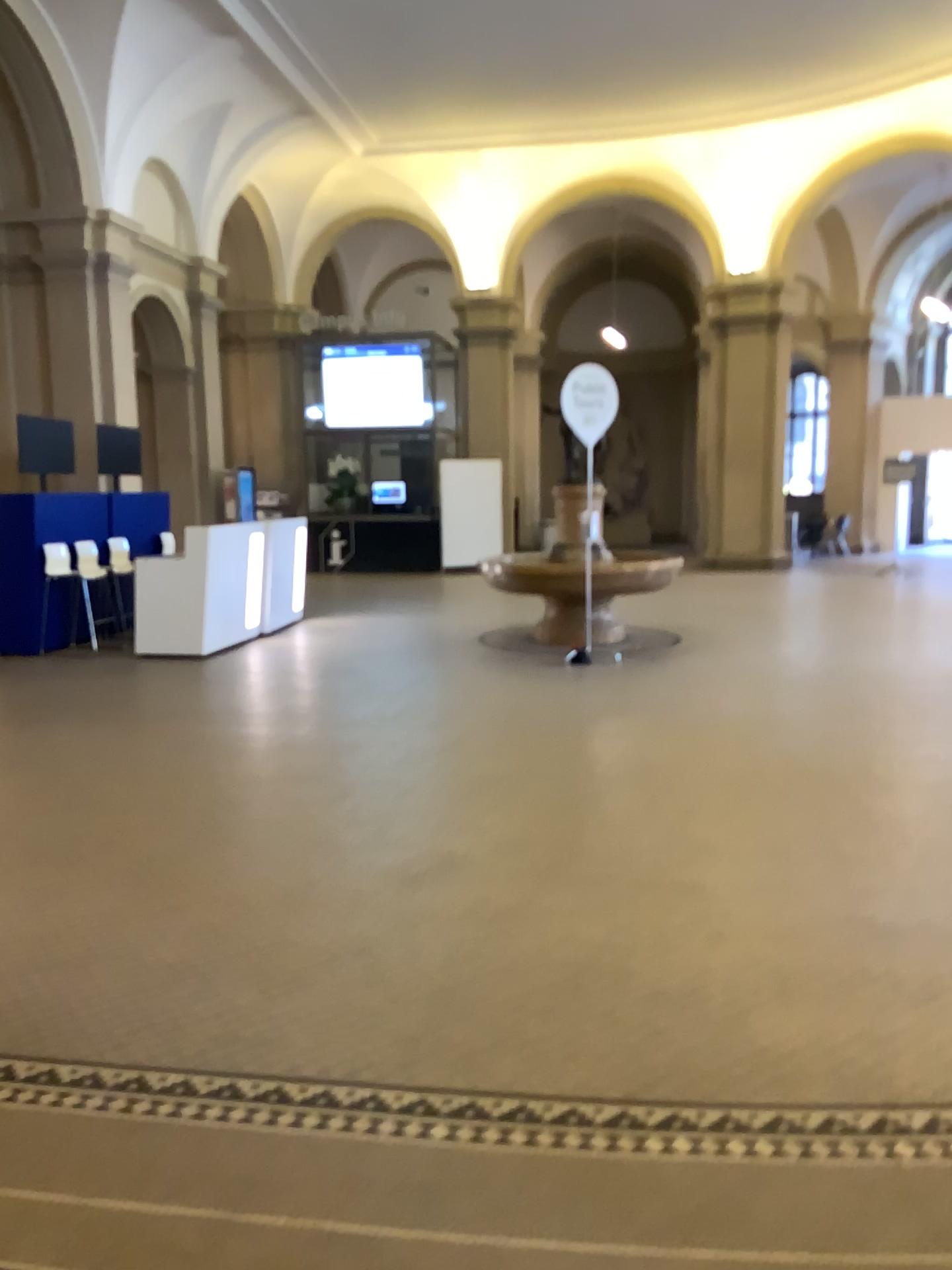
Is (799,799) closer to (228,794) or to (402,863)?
(402,863)
